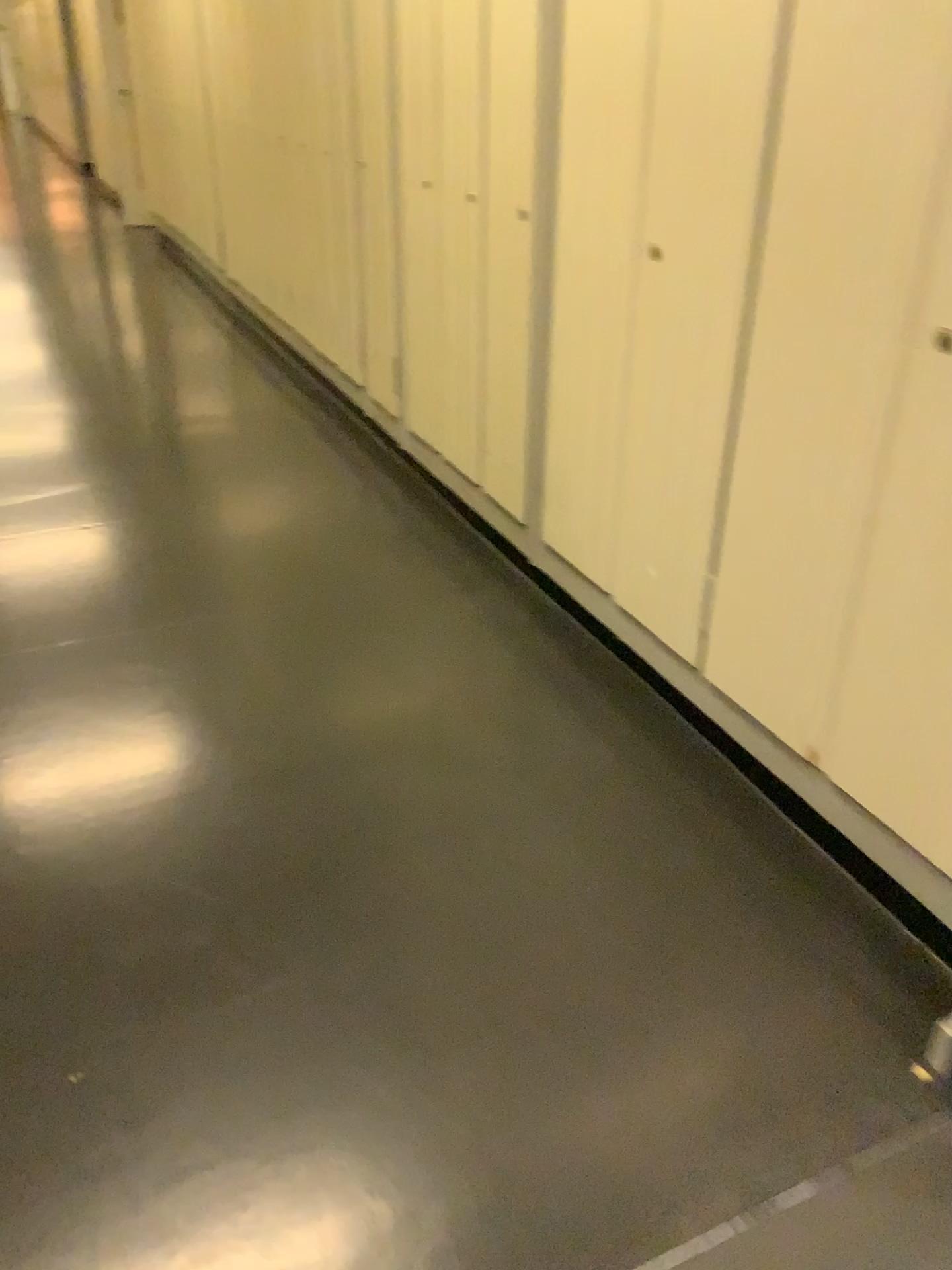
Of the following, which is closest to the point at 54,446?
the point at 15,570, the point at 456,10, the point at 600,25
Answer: the point at 15,570

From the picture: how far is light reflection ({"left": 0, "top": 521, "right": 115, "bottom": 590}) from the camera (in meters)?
3.00

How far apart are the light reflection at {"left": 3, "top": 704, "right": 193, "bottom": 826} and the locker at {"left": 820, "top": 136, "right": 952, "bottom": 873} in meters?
1.3 m

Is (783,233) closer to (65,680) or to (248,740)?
(248,740)

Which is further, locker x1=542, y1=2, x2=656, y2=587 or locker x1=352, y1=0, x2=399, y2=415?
locker x1=352, y1=0, x2=399, y2=415

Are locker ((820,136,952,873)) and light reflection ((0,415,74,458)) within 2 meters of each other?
no

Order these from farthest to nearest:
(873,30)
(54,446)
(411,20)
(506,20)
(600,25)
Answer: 1. (54,446)
2. (411,20)
3. (506,20)
4. (600,25)
5. (873,30)

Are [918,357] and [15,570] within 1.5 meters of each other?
no

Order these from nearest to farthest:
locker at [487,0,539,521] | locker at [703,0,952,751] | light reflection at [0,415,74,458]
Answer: locker at [703,0,952,751]
locker at [487,0,539,521]
light reflection at [0,415,74,458]

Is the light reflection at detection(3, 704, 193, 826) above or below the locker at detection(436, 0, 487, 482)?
below
